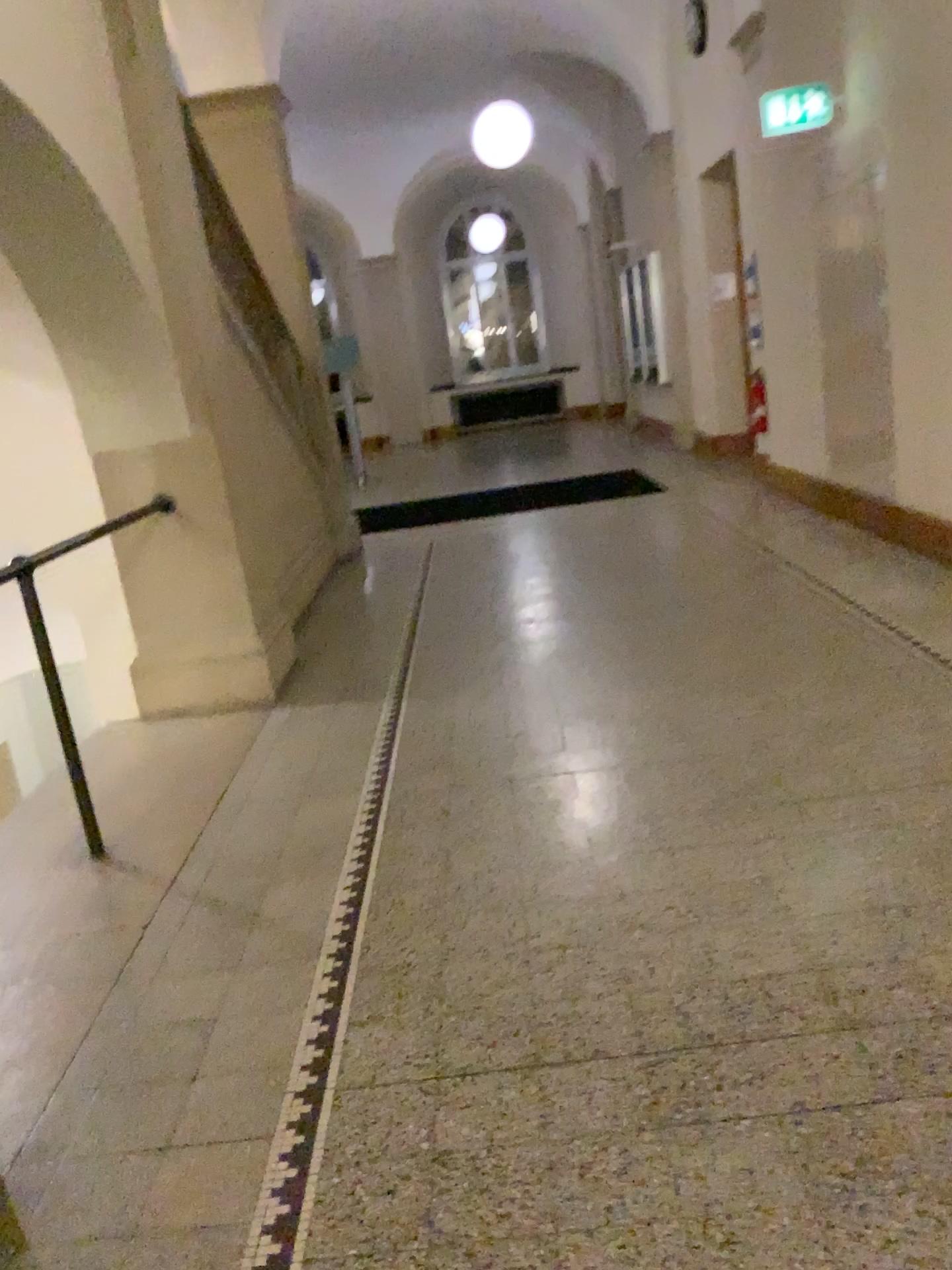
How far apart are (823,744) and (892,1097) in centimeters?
160cm
